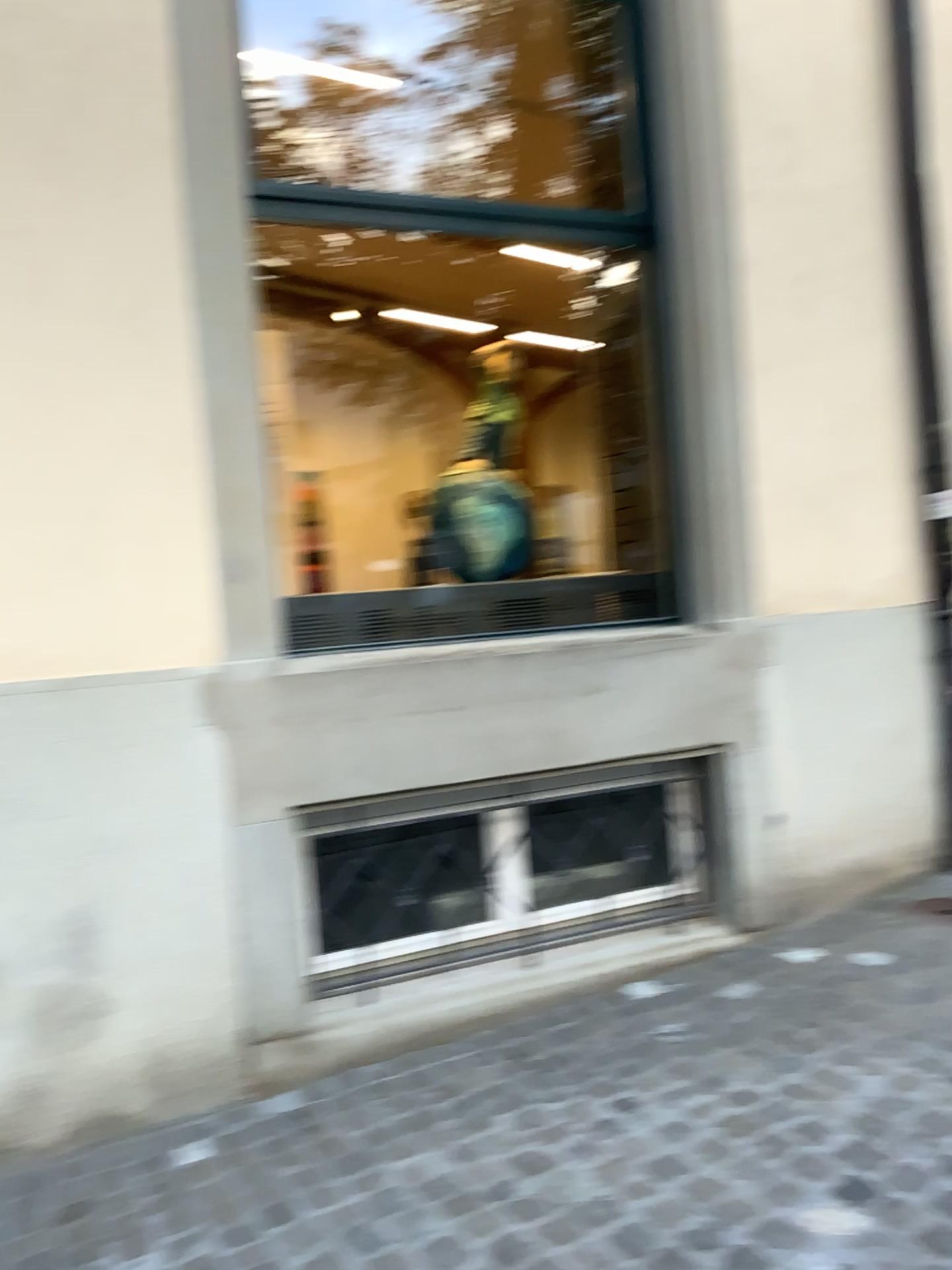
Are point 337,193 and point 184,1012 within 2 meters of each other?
no
